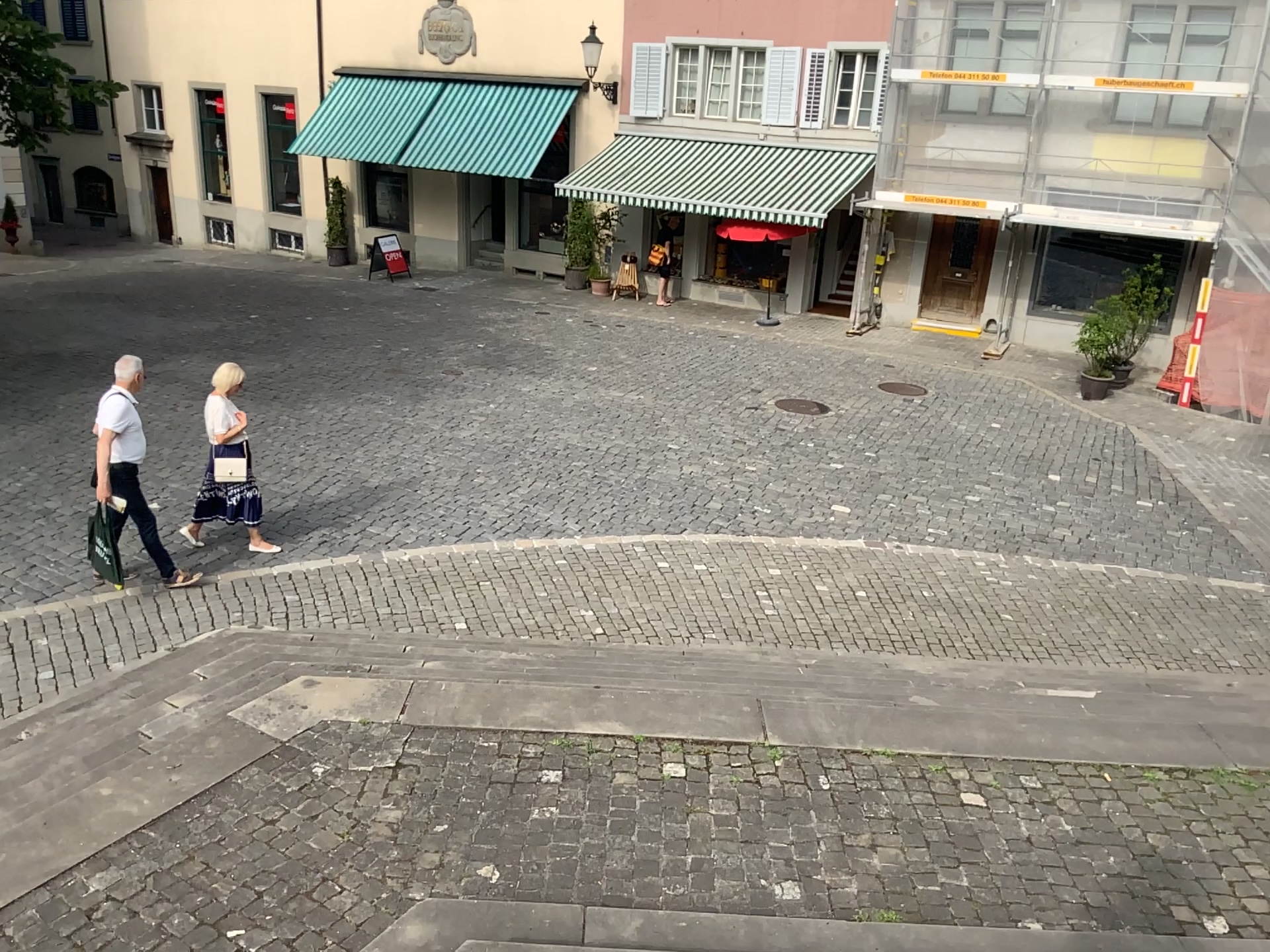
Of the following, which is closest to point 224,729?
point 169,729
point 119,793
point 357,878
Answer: point 169,729
